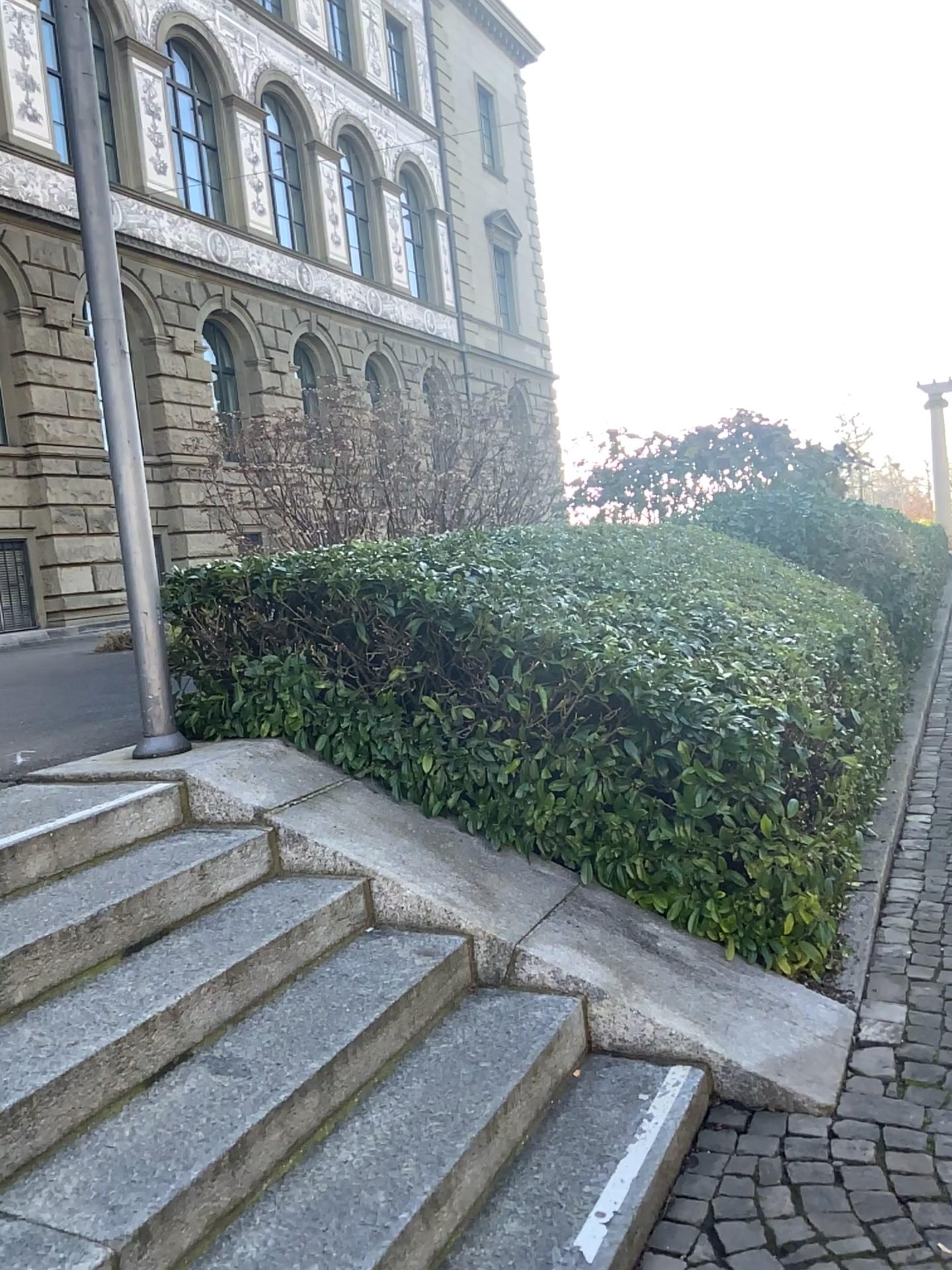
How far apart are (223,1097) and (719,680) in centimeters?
219cm
